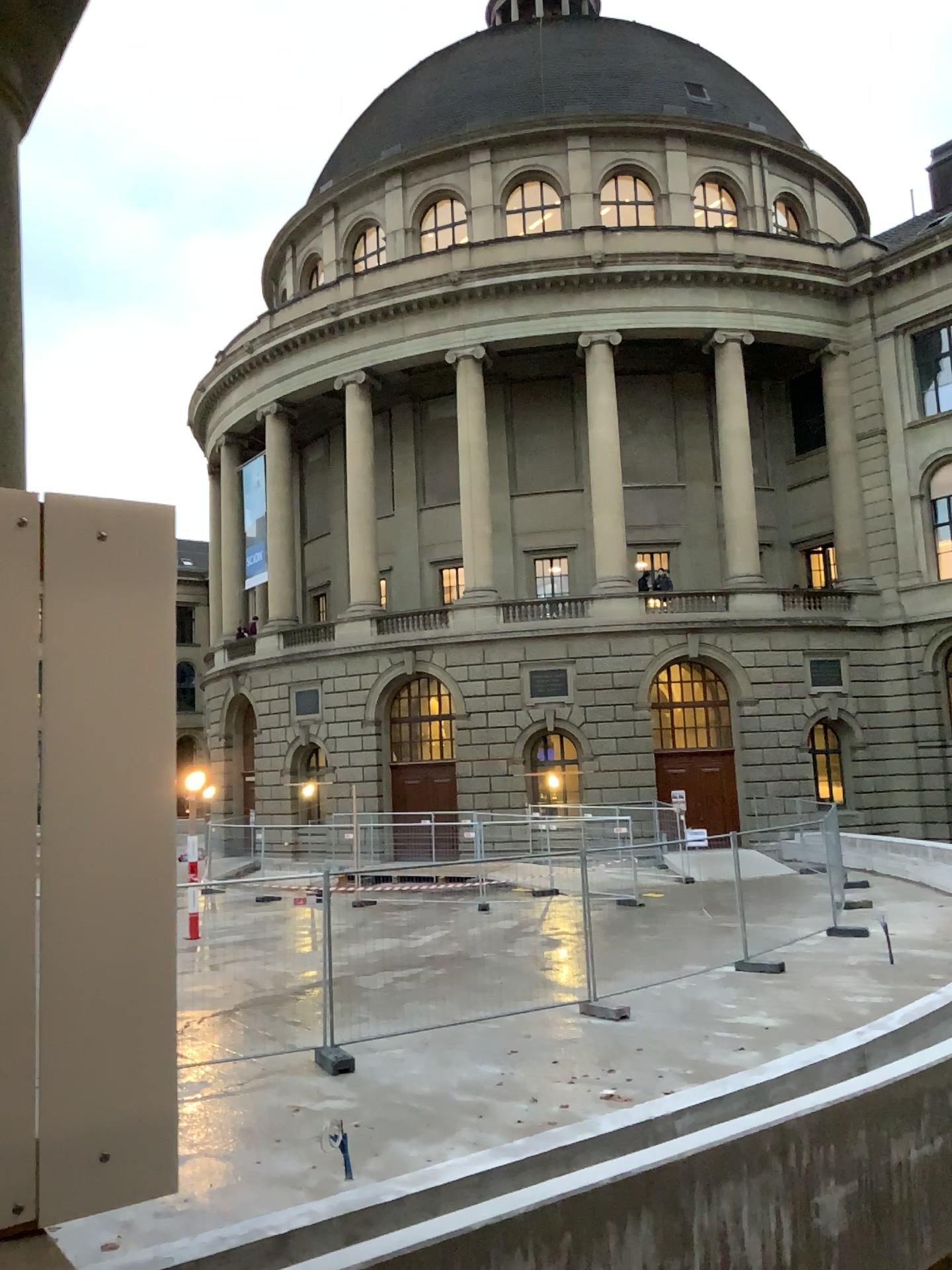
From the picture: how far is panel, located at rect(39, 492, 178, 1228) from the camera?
1.59m

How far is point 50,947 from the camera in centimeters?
159cm

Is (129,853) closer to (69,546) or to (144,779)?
(144,779)
